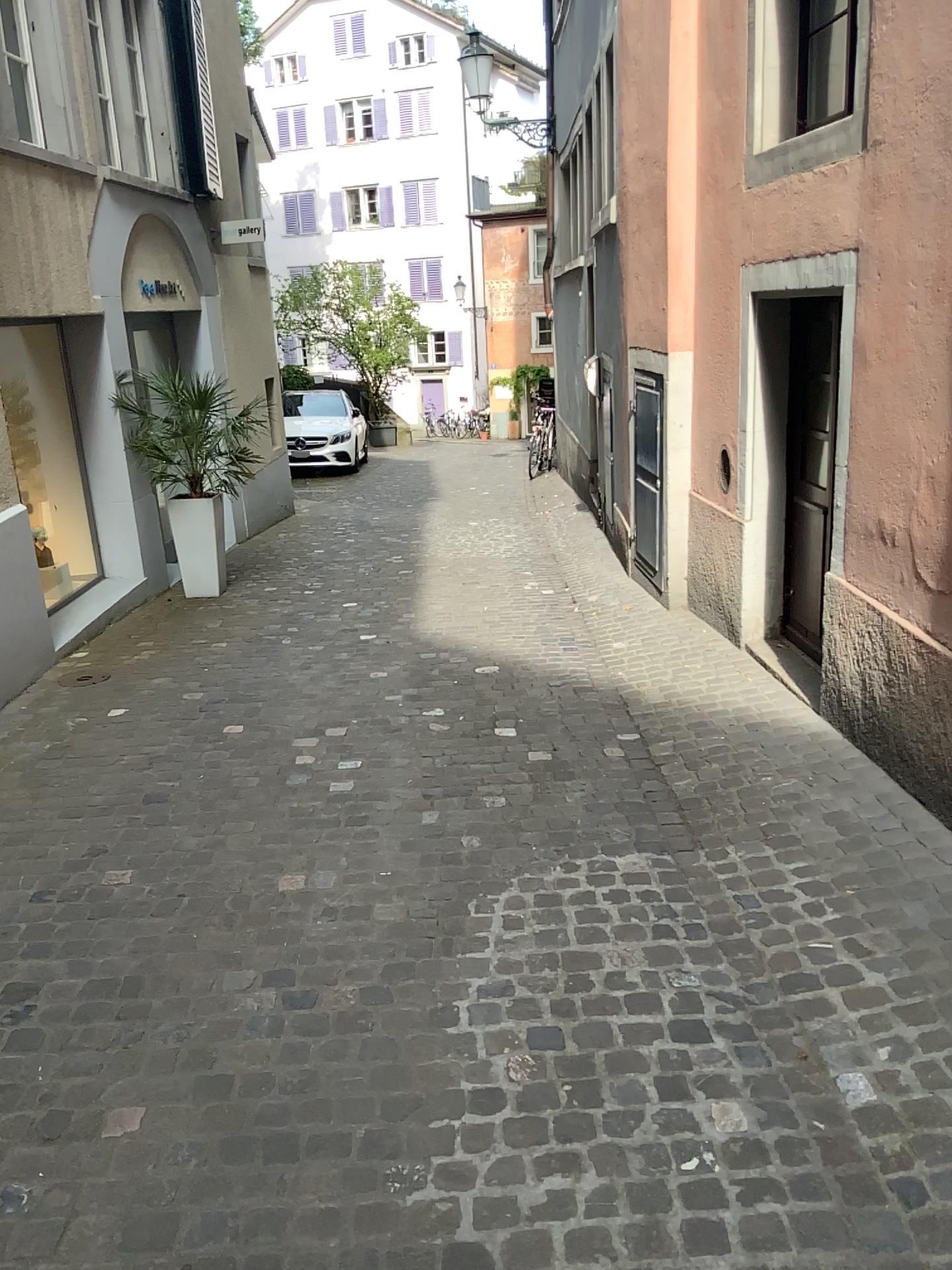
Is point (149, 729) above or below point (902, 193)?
below
